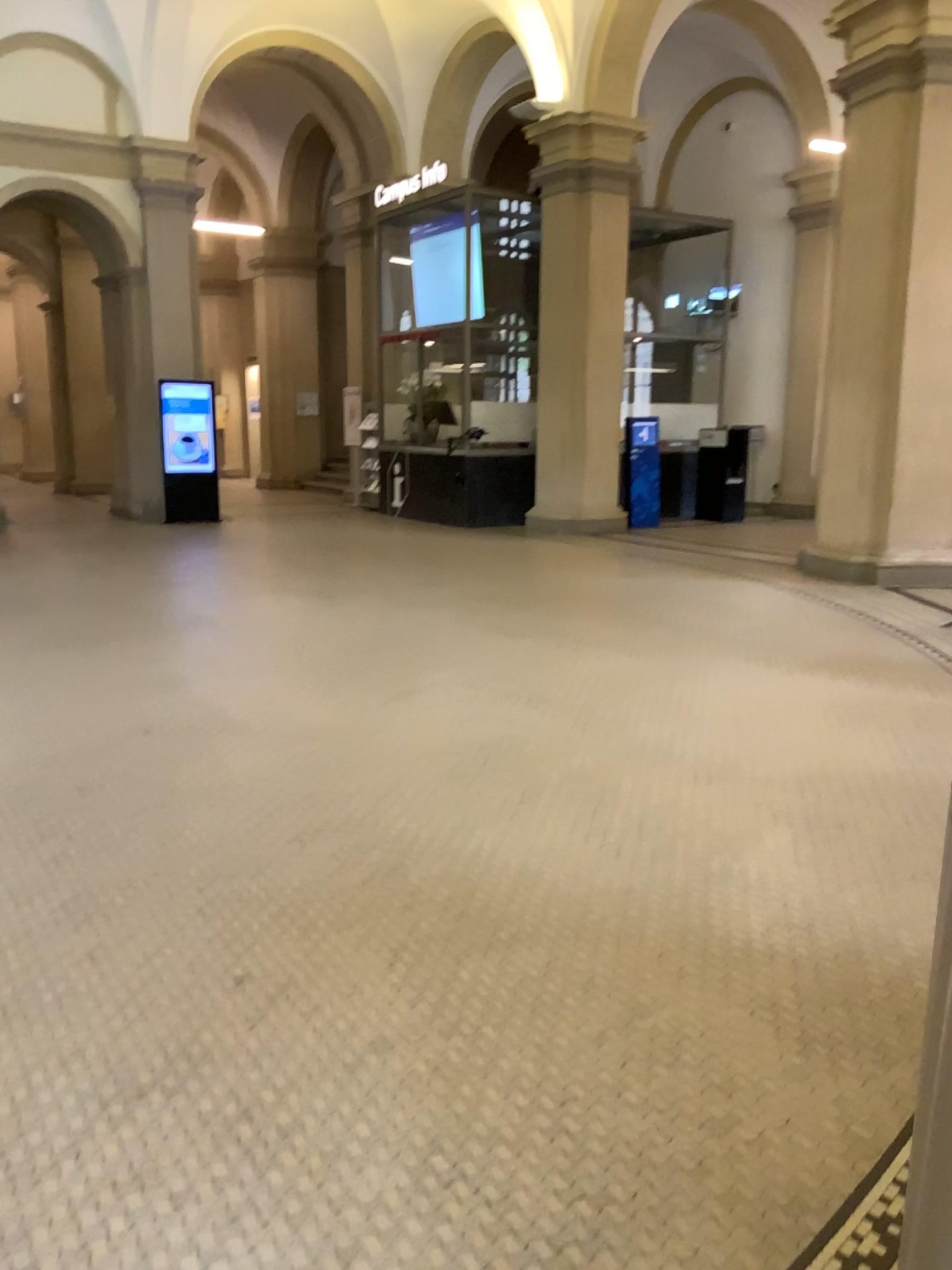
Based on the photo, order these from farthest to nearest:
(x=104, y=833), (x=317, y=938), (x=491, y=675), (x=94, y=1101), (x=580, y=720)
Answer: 1. (x=491, y=675)
2. (x=580, y=720)
3. (x=104, y=833)
4. (x=317, y=938)
5. (x=94, y=1101)
